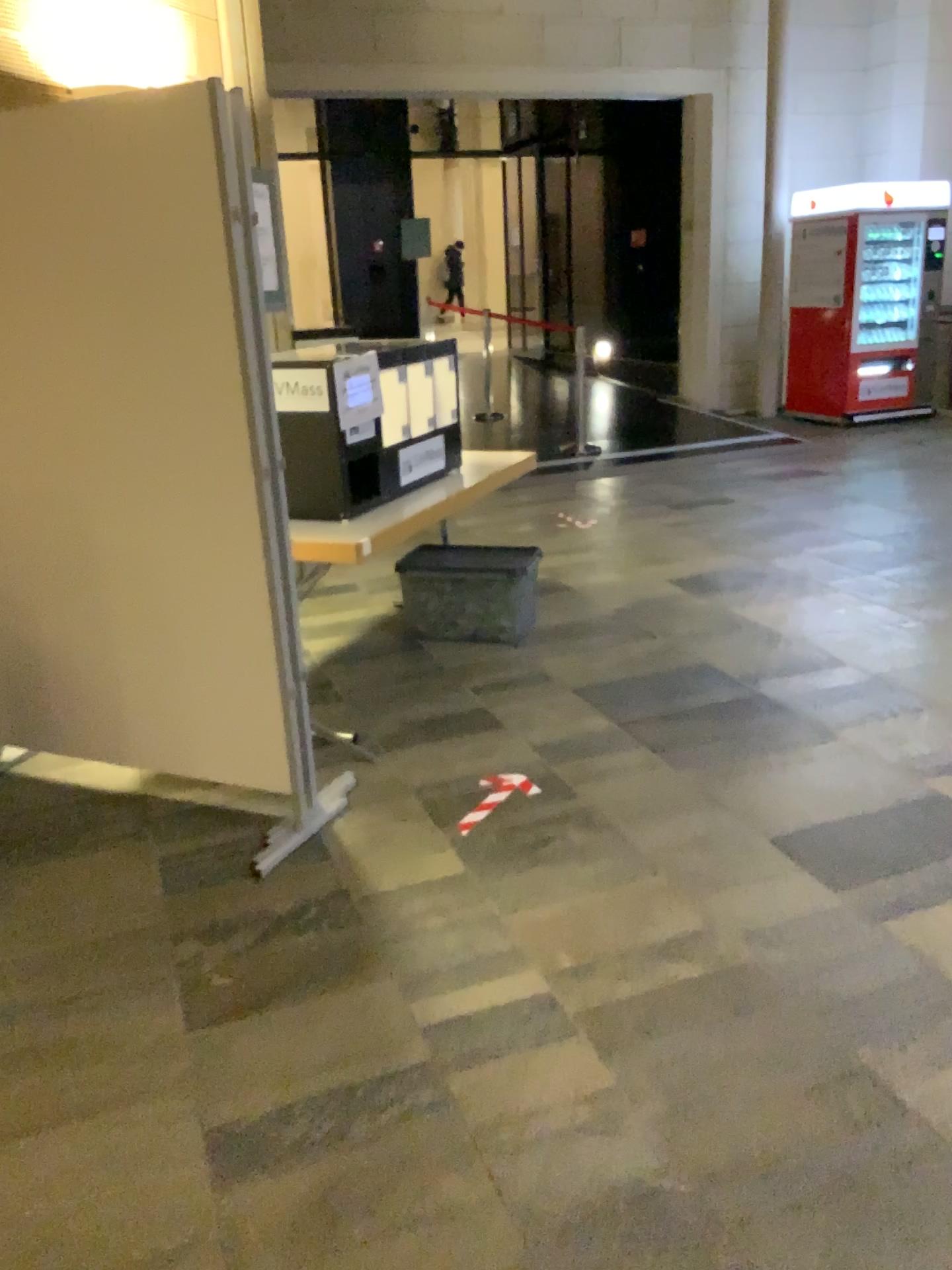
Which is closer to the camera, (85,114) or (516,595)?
(85,114)

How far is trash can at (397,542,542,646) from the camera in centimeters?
447cm

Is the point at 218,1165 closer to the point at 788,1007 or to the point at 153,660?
the point at 788,1007

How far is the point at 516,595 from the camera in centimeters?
447cm

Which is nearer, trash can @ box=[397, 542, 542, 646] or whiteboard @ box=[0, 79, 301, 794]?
whiteboard @ box=[0, 79, 301, 794]

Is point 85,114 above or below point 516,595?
above
